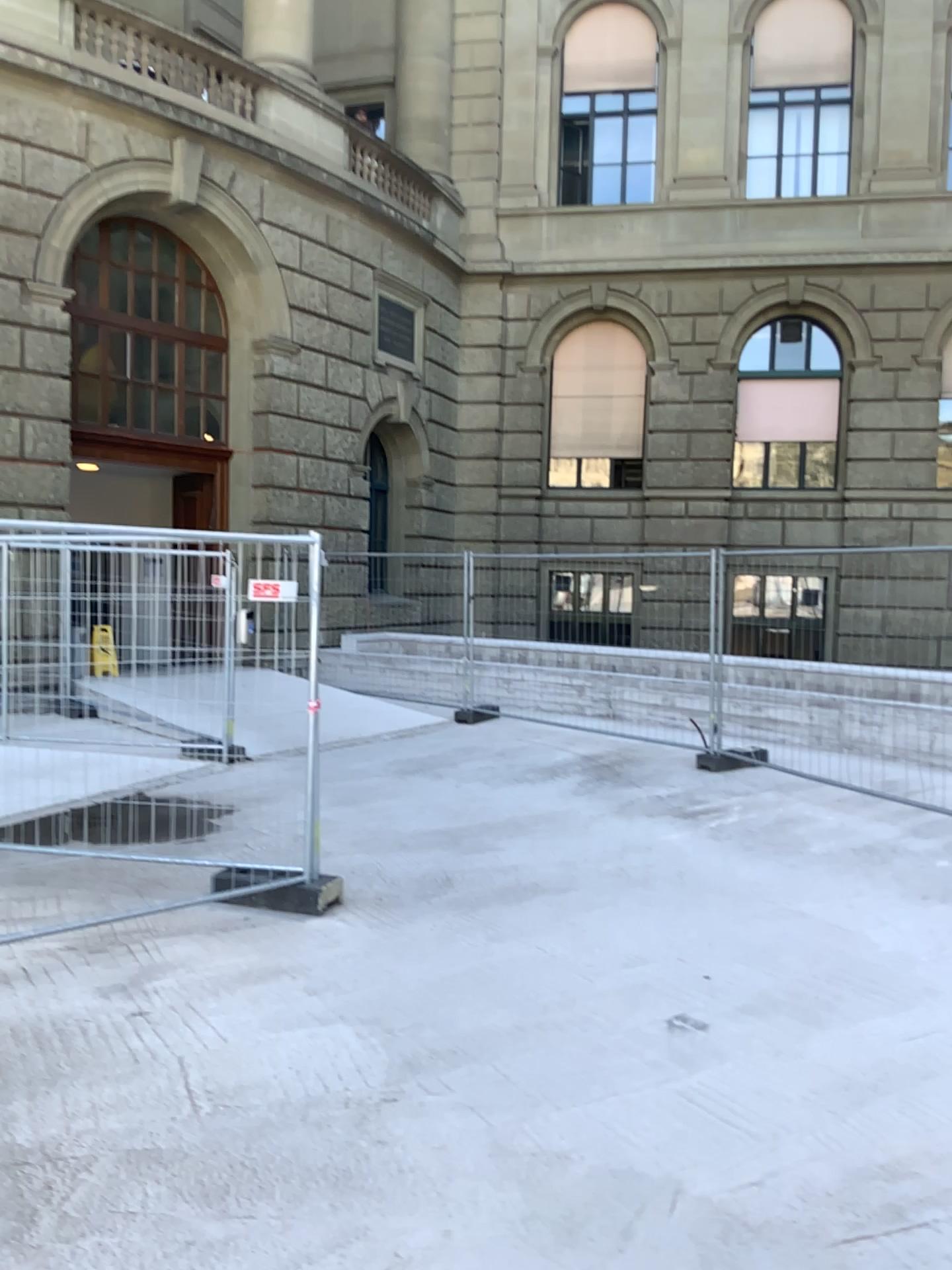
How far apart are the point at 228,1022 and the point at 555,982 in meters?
1.4 m
